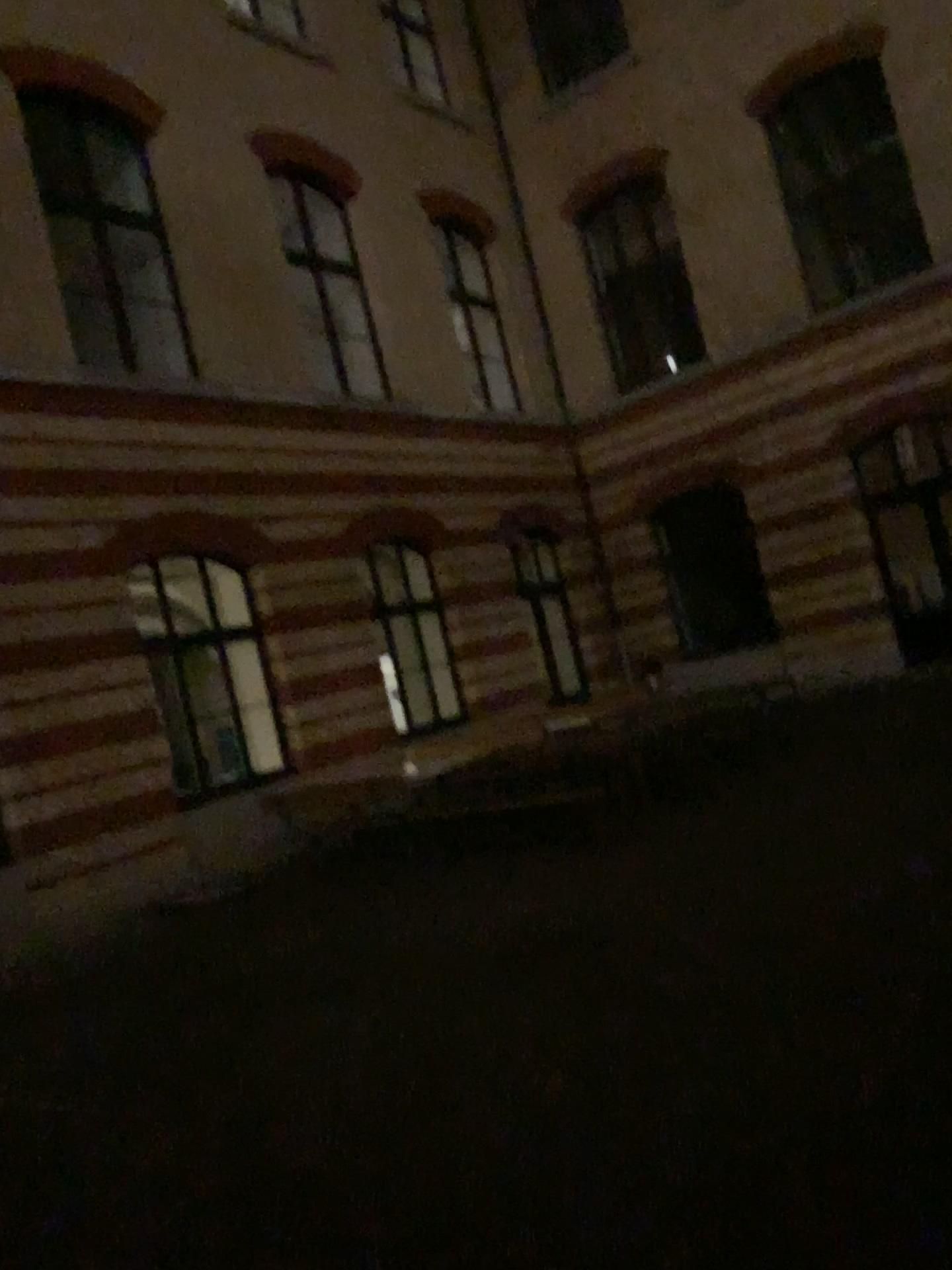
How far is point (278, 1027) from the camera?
5.2 meters
